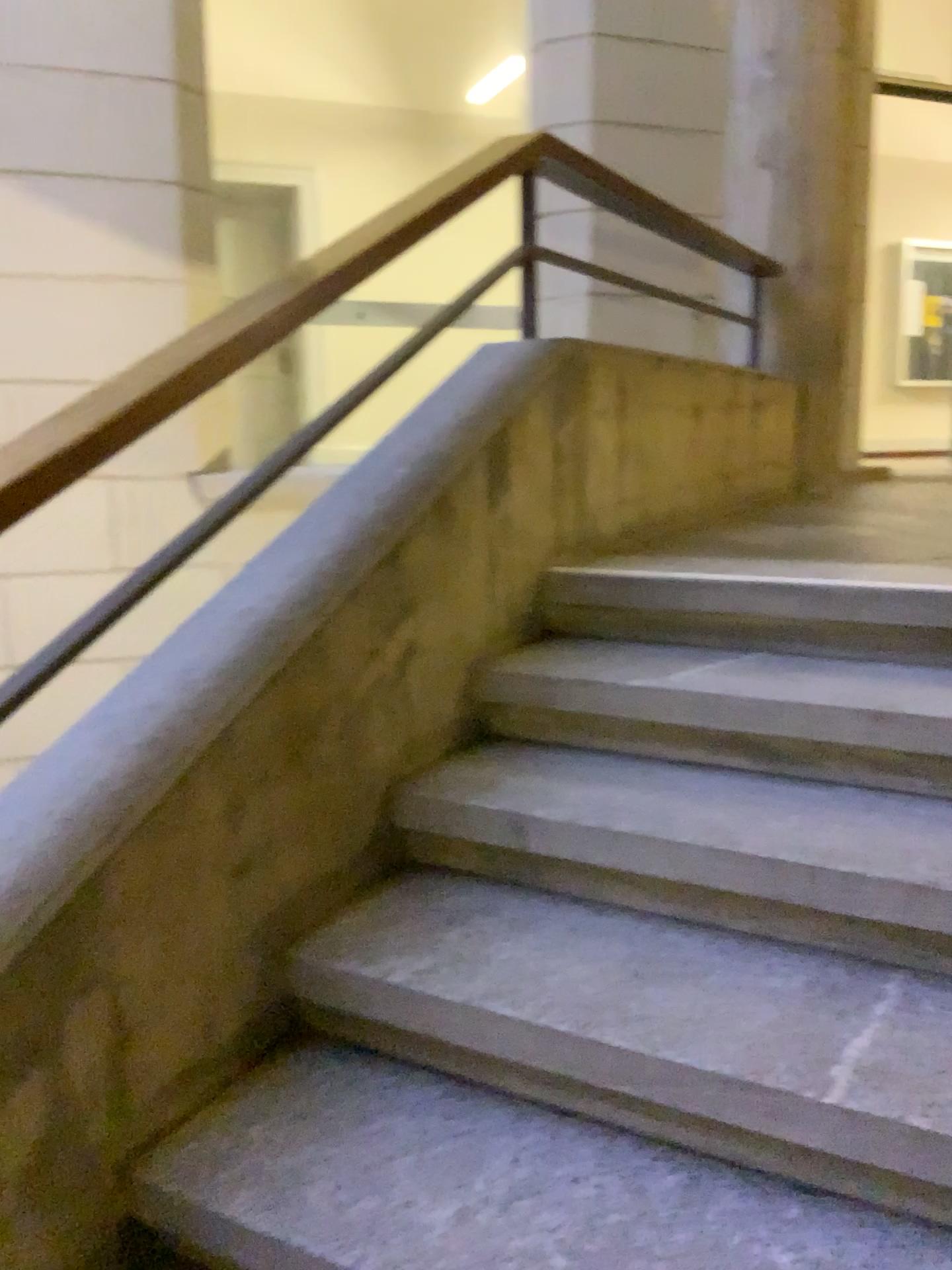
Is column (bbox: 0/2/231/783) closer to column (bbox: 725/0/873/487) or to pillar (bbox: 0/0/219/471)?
pillar (bbox: 0/0/219/471)

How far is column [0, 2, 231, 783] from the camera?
4.2 meters

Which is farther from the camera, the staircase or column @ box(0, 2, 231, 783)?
column @ box(0, 2, 231, 783)

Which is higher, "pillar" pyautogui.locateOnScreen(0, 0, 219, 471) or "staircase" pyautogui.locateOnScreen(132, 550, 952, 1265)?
"pillar" pyautogui.locateOnScreen(0, 0, 219, 471)

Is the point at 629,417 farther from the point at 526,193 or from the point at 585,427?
the point at 526,193

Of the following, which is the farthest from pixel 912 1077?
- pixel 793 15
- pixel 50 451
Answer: pixel 793 15

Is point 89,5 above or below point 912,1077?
above

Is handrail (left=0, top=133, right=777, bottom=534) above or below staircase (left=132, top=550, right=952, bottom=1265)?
above

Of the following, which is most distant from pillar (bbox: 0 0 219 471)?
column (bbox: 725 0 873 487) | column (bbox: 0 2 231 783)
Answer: column (bbox: 725 0 873 487)

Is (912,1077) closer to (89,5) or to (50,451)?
(50,451)
